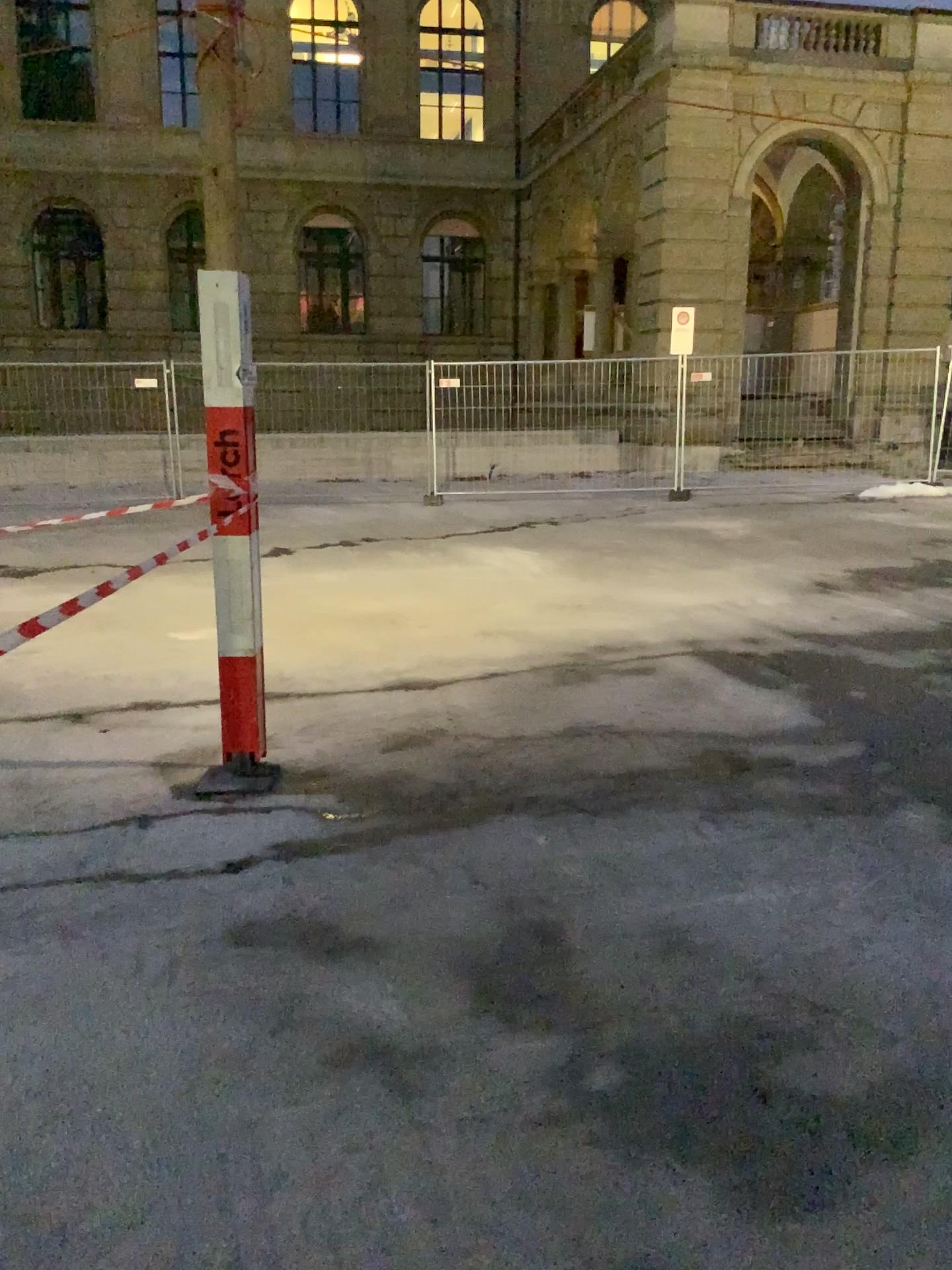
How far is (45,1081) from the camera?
2.4m
